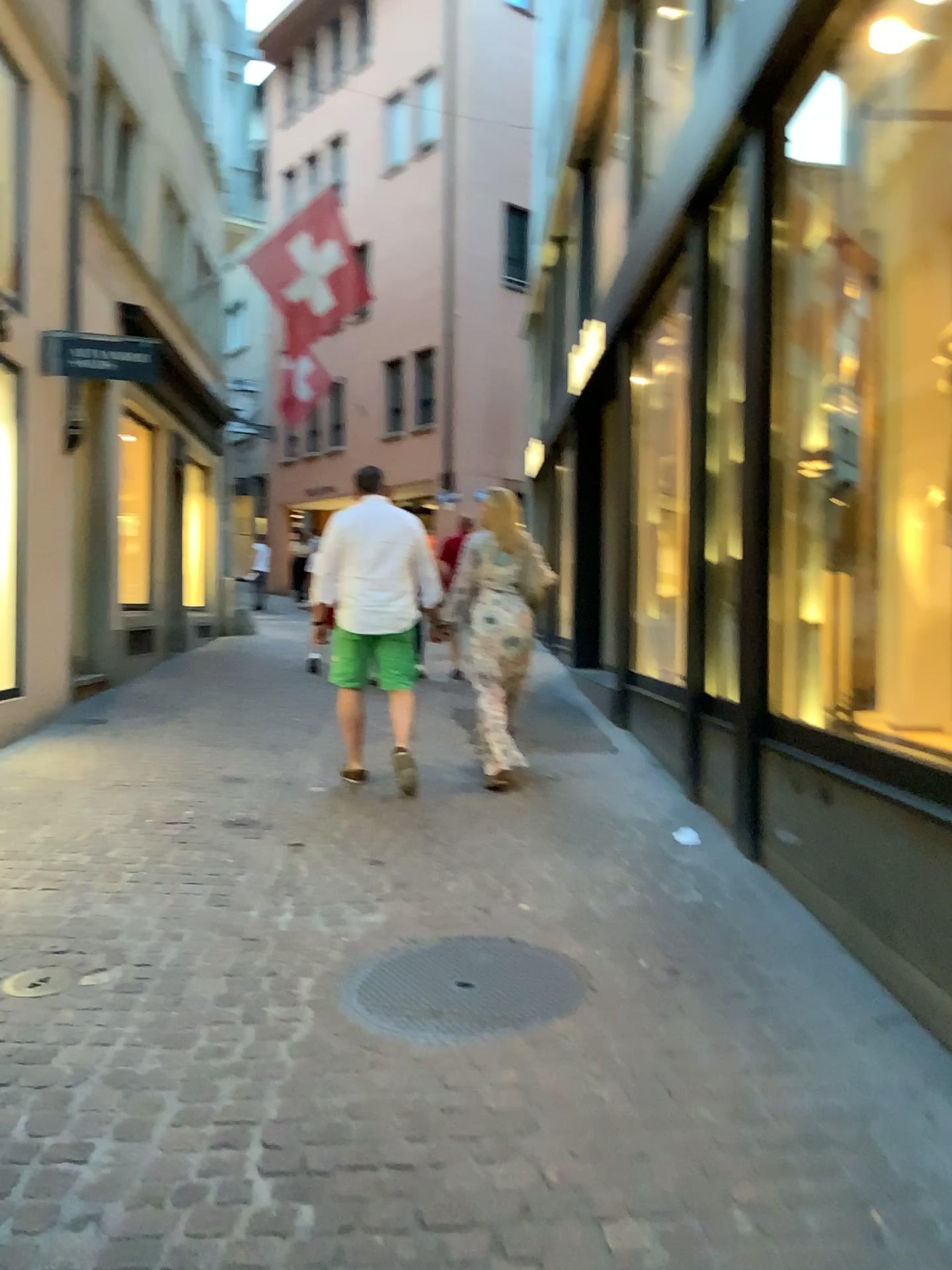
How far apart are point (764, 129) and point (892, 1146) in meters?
3.7

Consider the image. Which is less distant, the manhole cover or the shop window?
the manhole cover

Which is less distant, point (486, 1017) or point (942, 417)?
point (486, 1017)

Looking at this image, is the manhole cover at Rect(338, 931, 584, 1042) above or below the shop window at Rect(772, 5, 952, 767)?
below

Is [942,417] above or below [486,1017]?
above
